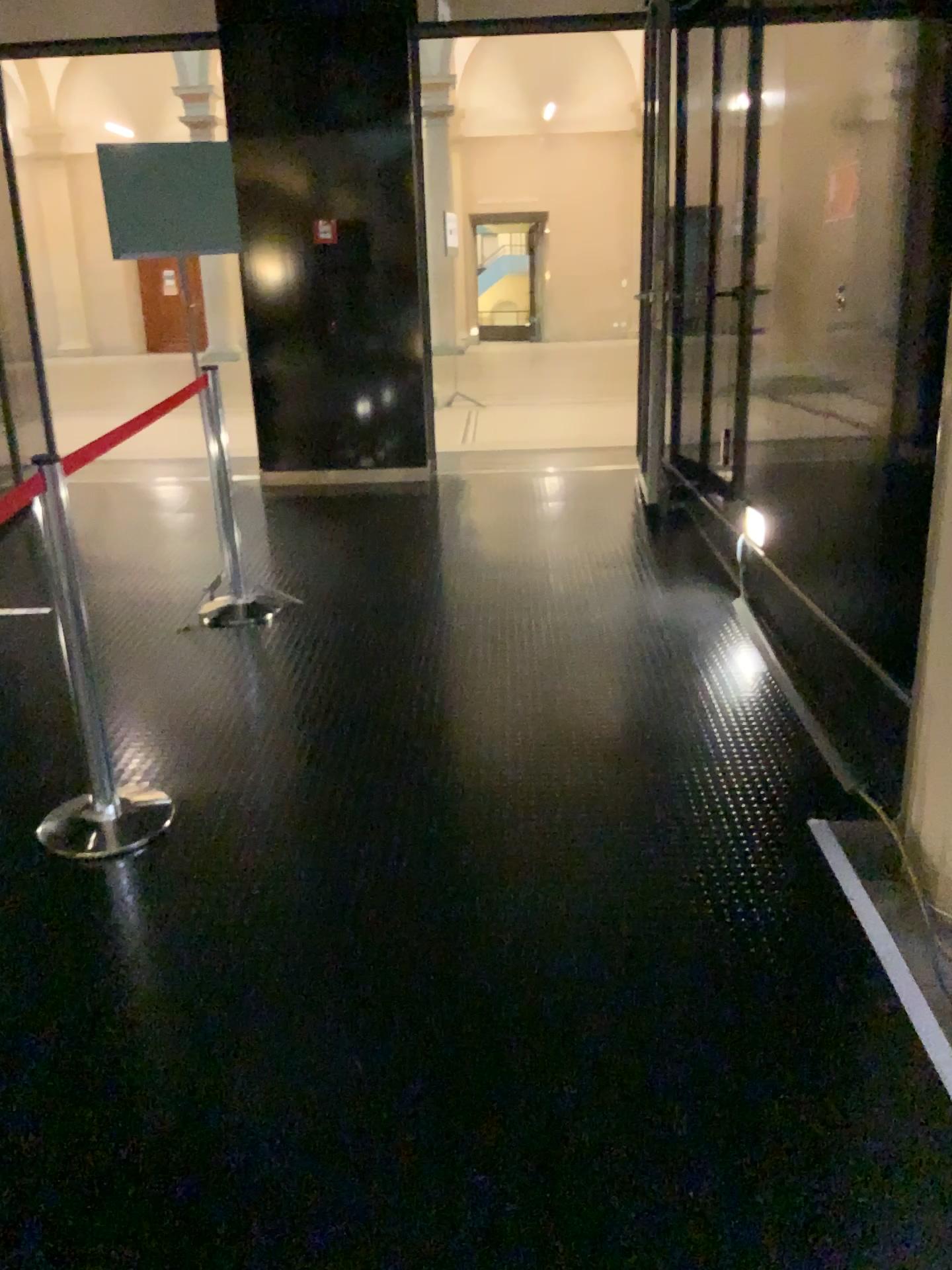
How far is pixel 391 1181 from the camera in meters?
1.8 m
